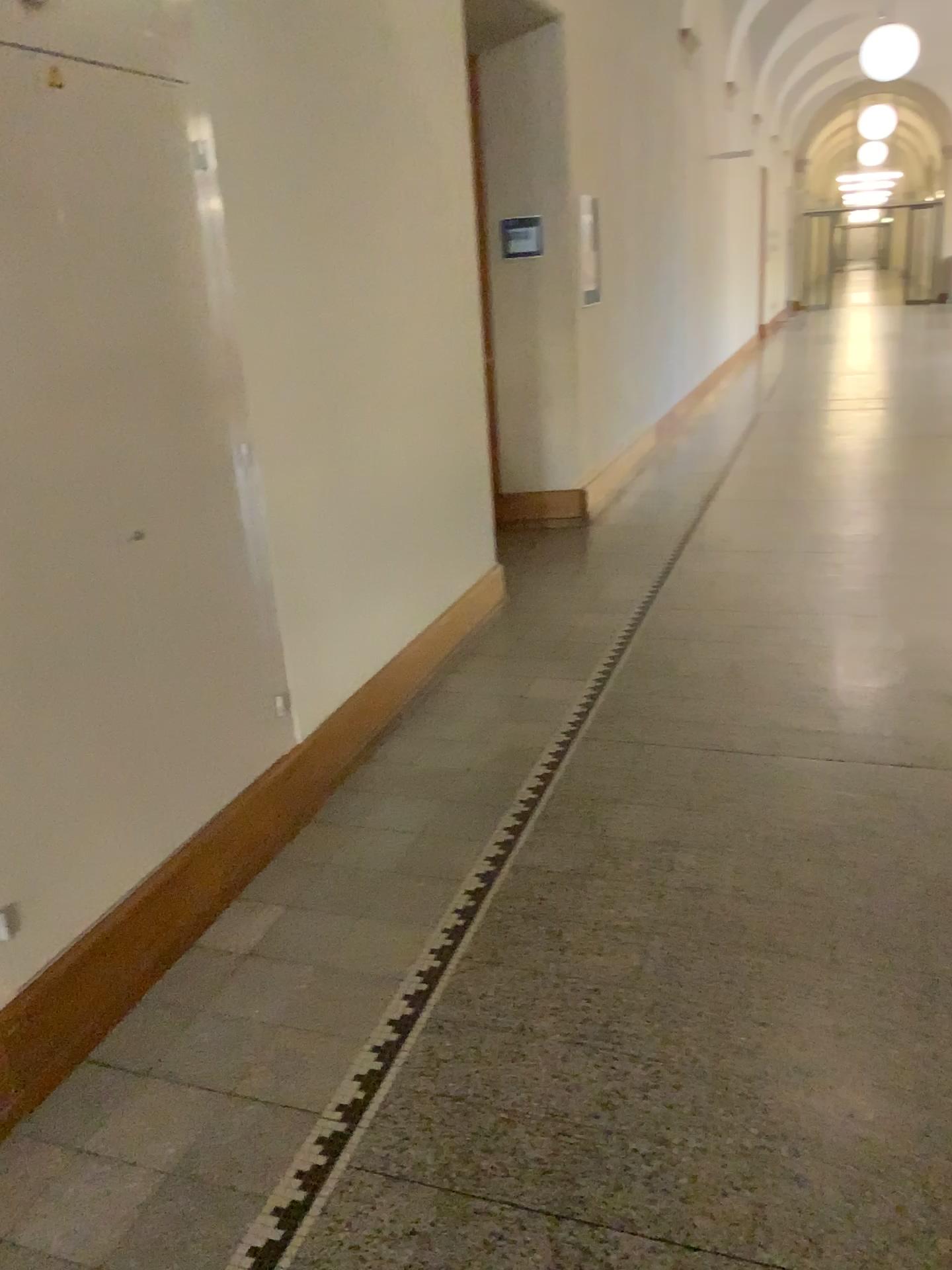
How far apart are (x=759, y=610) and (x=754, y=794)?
1.6 meters
